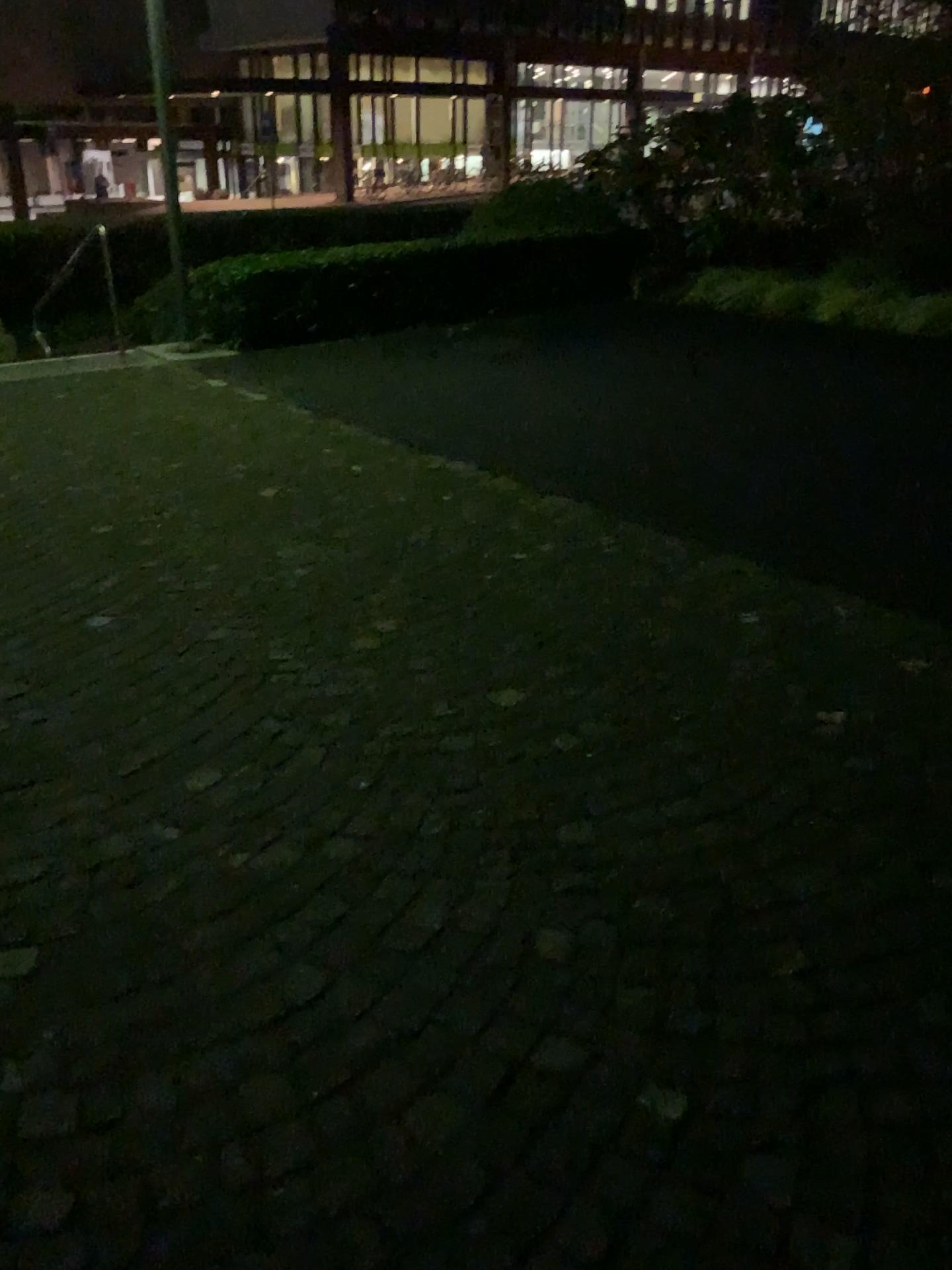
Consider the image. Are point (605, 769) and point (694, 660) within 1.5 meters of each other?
yes
